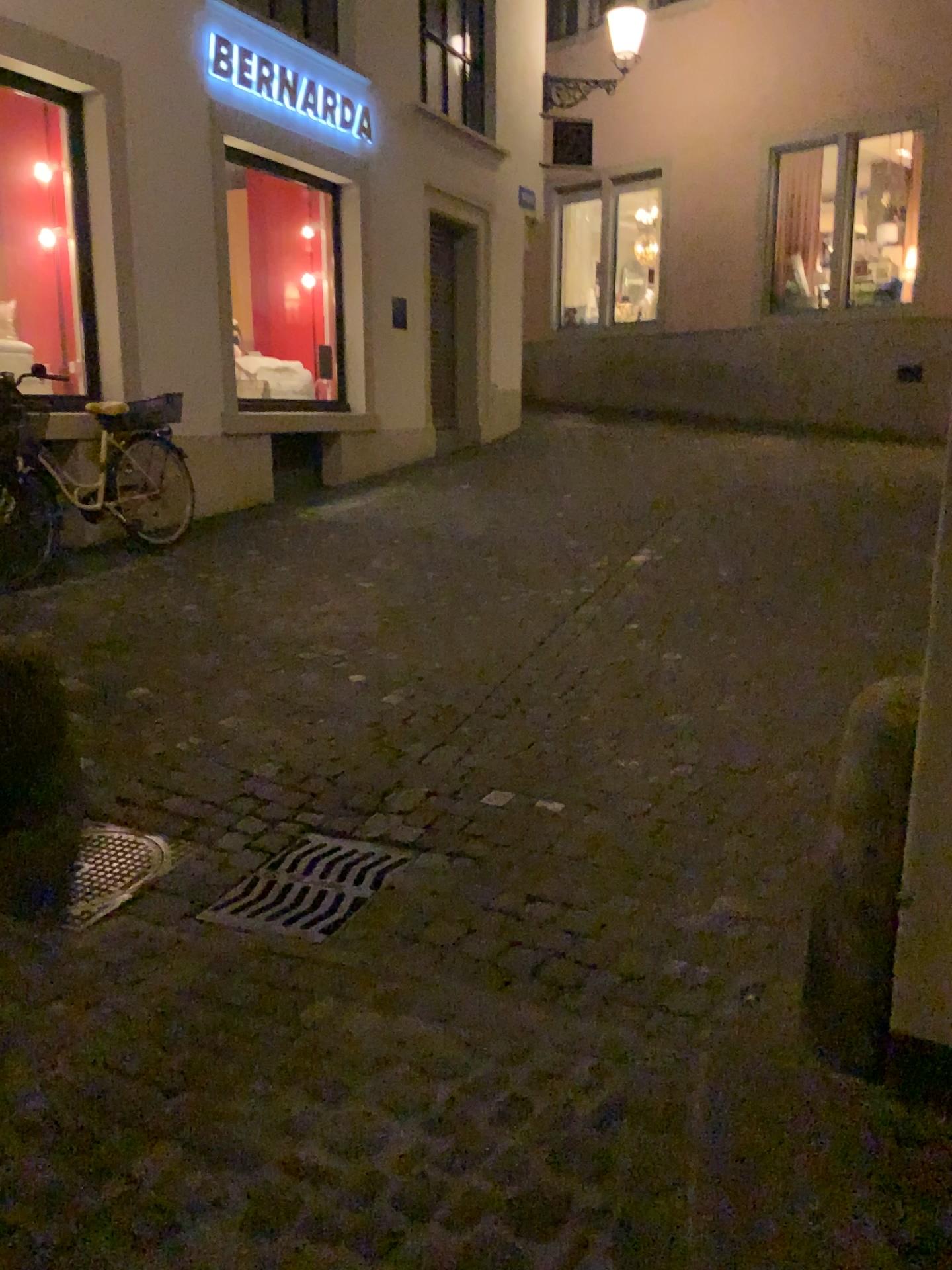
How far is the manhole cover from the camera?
2.7 meters

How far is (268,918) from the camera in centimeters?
263cm

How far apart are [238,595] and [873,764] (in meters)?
4.00

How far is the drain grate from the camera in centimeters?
263cm

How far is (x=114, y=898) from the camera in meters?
2.7 m

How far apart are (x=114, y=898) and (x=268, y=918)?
0.4 meters

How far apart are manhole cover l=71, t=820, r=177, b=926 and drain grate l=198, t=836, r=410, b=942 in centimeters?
26cm
